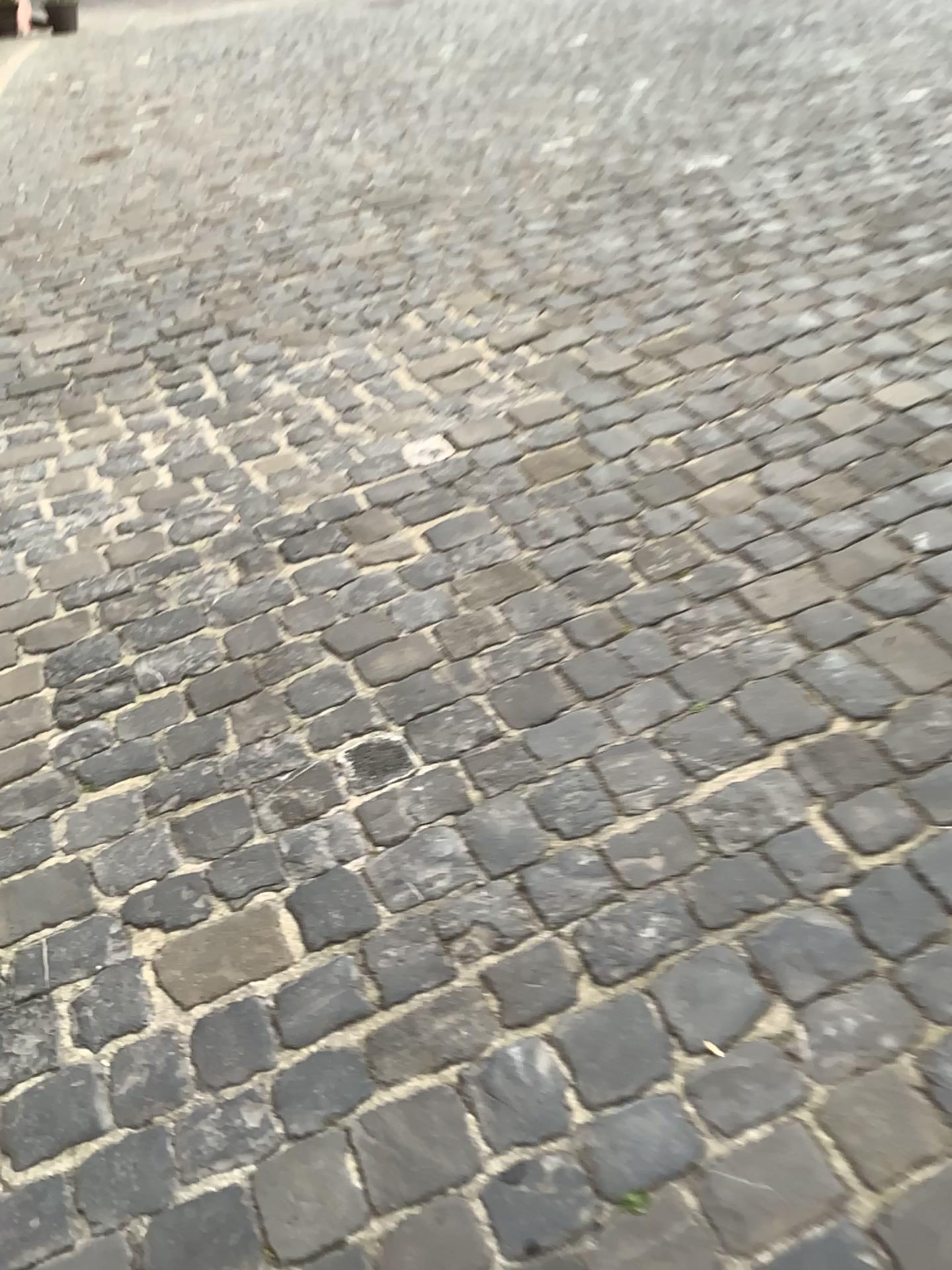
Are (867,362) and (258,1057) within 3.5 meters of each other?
yes
